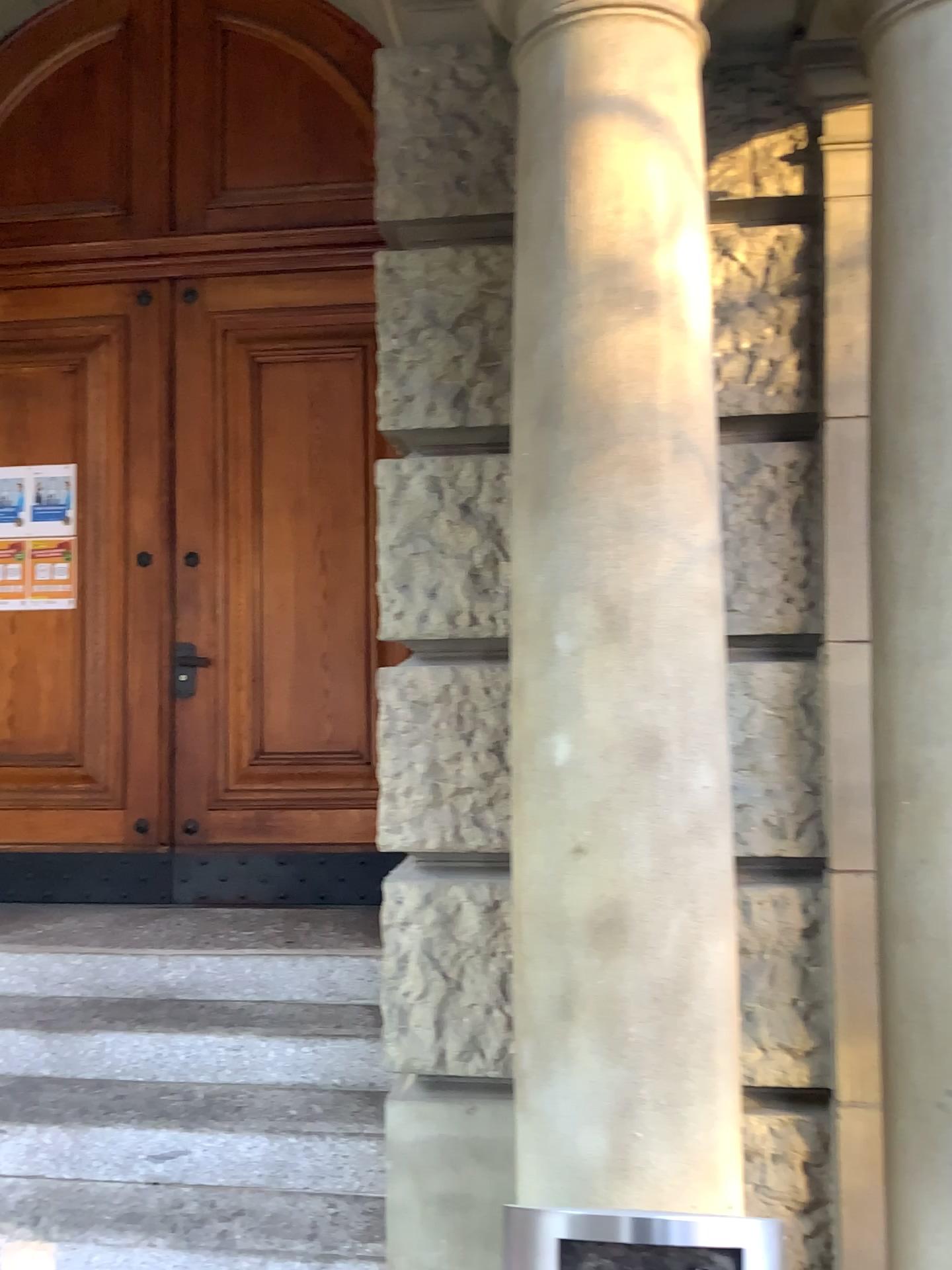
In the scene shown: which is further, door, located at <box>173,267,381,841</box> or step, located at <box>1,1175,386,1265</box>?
door, located at <box>173,267,381,841</box>

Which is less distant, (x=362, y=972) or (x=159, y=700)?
(x=362, y=972)

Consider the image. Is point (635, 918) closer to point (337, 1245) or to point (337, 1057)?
point (337, 1245)

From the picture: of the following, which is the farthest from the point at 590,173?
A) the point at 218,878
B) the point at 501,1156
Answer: the point at 218,878

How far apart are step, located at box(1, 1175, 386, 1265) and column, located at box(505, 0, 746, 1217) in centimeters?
100cm

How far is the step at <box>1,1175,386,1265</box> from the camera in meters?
2.6

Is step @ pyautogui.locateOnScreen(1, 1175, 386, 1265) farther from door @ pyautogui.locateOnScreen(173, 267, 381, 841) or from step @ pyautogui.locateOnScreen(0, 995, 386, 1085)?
door @ pyautogui.locateOnScreen(173, 267, 381, 841)

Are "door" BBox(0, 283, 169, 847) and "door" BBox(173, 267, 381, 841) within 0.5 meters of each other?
yes

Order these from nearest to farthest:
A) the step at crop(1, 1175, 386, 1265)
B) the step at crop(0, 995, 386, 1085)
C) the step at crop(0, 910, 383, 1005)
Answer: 1. the step at crop(1, 1175, 386, 1265)
2. the step at crop(0, 995, 386, 1085)
3. the step at crop(0, 910, 383, 1005)

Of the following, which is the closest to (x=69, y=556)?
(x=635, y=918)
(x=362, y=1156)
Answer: (x=362, y=1156)
